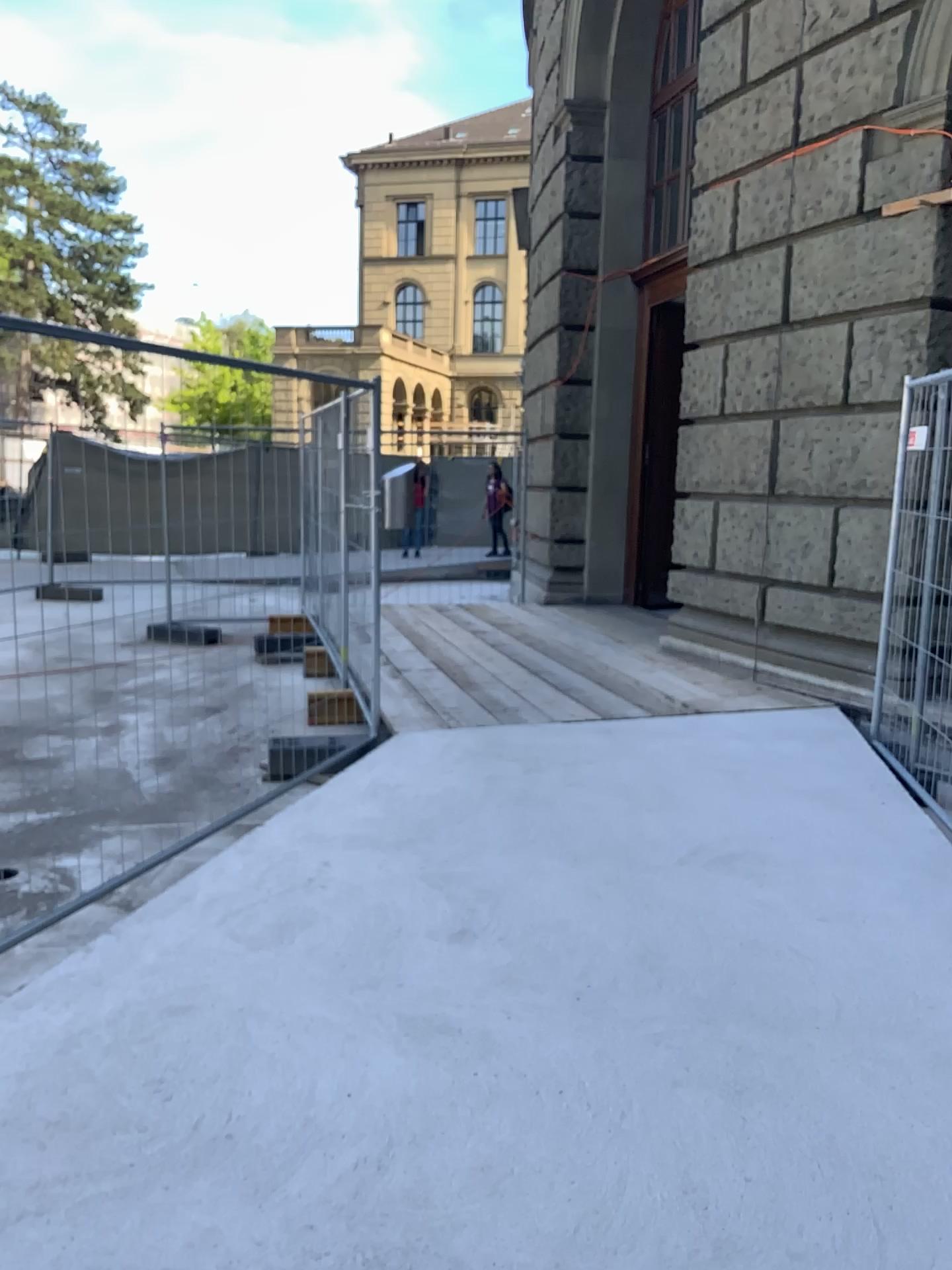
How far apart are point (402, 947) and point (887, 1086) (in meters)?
1.37
